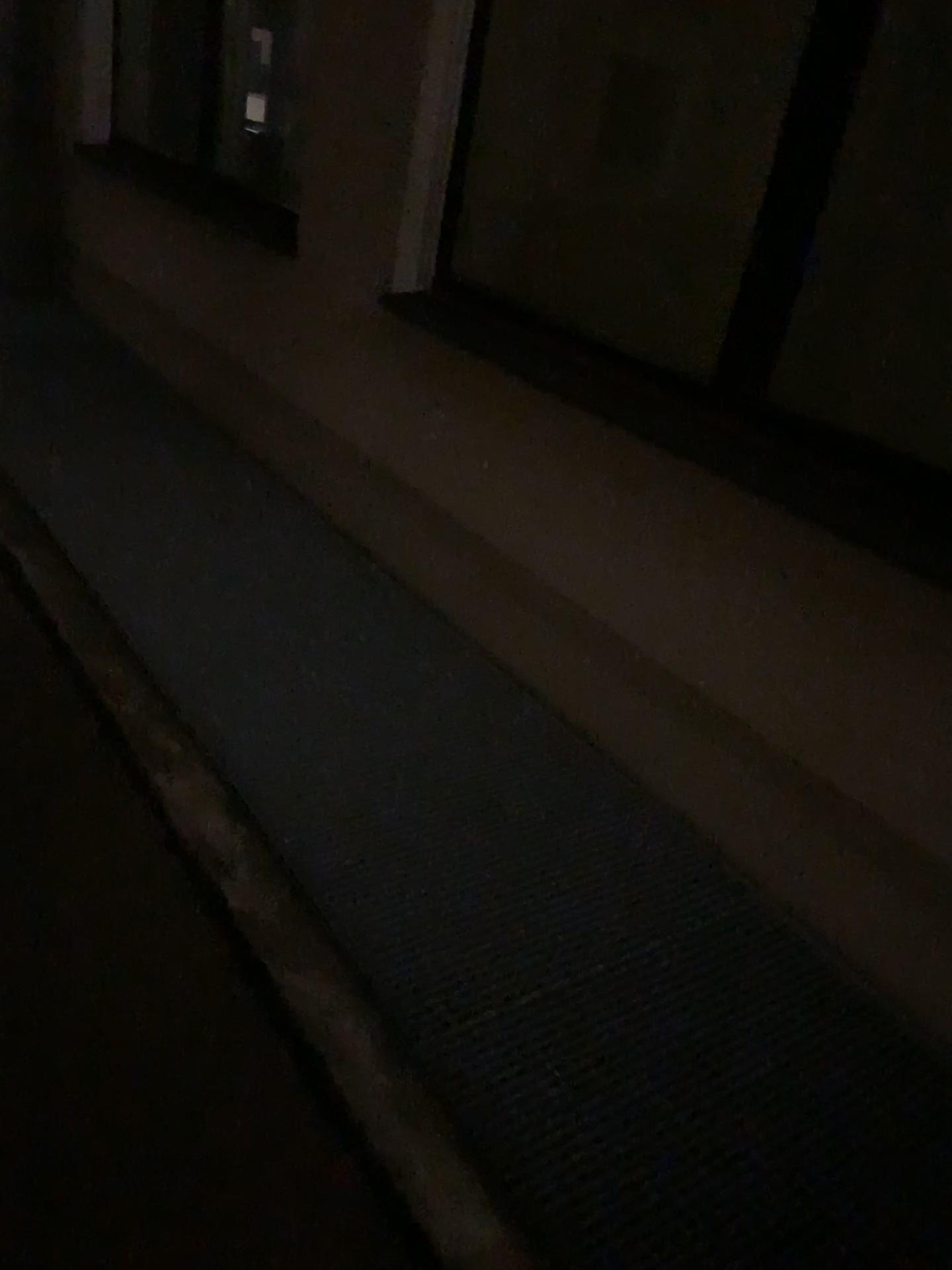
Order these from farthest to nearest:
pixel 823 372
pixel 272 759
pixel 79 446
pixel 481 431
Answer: pixel 79 446, pixel 481 431, pixel 823 372, pixel 272 759
